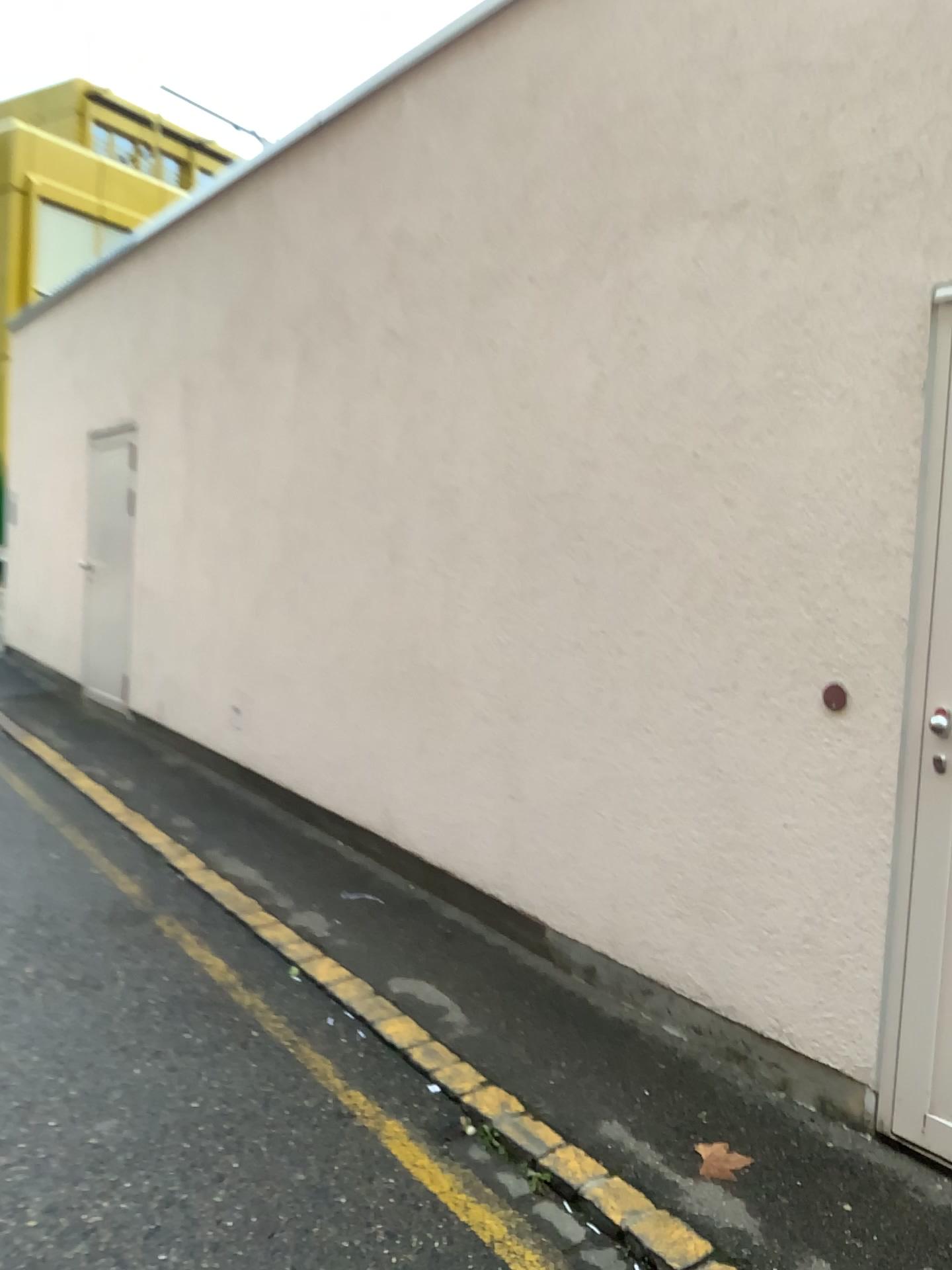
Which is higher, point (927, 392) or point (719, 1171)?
point (927, 392)

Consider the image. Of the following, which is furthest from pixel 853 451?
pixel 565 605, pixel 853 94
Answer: pixel 565 605
